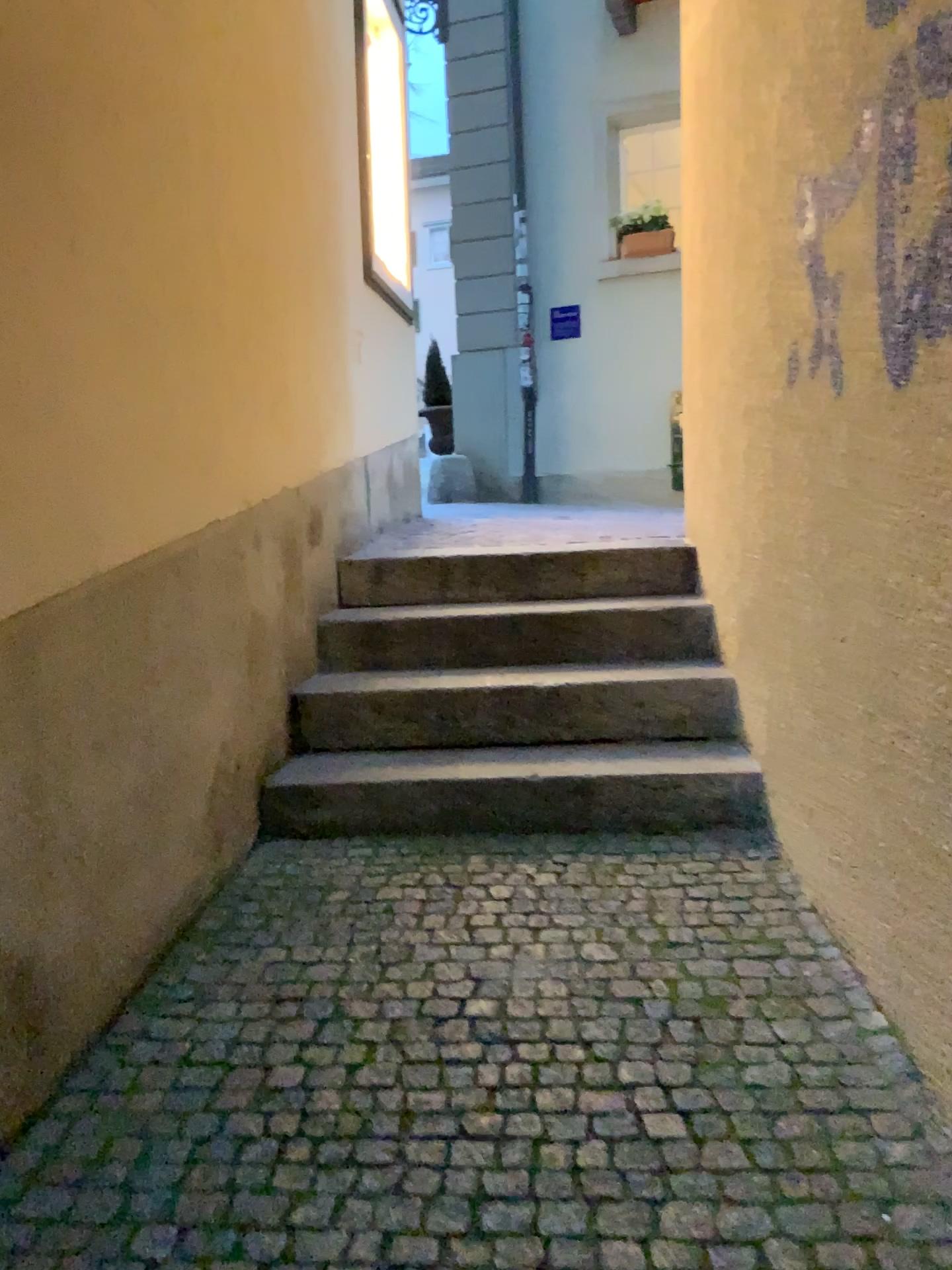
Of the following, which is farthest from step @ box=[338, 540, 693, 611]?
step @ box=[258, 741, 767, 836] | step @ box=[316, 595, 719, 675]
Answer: step @ box=[258, 741, 767, 836]

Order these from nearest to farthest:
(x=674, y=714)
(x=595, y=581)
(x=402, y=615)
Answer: (x=674, y=714)
(x=402, y=615)
(x=595, y=581)

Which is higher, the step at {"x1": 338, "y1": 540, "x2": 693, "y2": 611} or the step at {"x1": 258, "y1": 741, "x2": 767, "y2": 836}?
the step at {"x1": 338, "y1": 540, "x2": 693, "y2": 611}

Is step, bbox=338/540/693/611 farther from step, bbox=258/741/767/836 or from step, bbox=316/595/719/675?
step, bbox=258/741/767/836

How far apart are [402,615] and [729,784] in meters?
1.2 m

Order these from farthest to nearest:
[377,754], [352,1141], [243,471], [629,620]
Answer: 1. [629,620]
2. [377,754]
3. [243,471]
4. [352,1141]

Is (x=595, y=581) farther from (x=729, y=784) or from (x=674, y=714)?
(x=729, y=784)

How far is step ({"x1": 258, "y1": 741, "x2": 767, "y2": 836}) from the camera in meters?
2.7 m

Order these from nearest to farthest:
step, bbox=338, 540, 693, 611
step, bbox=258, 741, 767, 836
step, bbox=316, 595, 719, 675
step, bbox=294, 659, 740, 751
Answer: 1. step, bbox=258, 741, 767, 836
2. step, bbox=294, 659, 740, 751
3. step, bbox=316, 595, 719, 675
4. step, bbox=338, 540, 693, 611

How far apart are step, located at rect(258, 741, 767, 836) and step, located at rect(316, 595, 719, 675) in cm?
55
